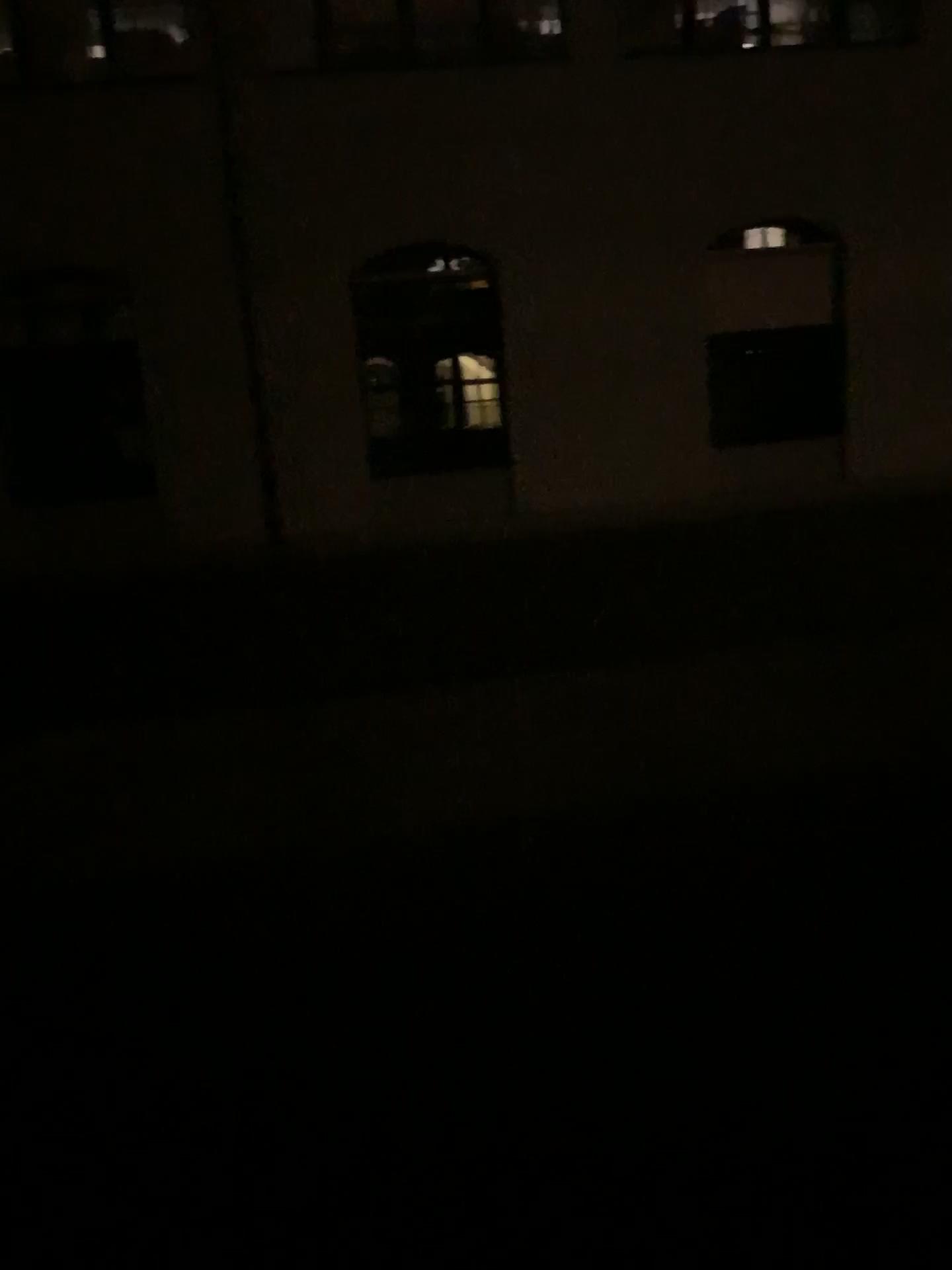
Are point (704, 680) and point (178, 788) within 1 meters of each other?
no
